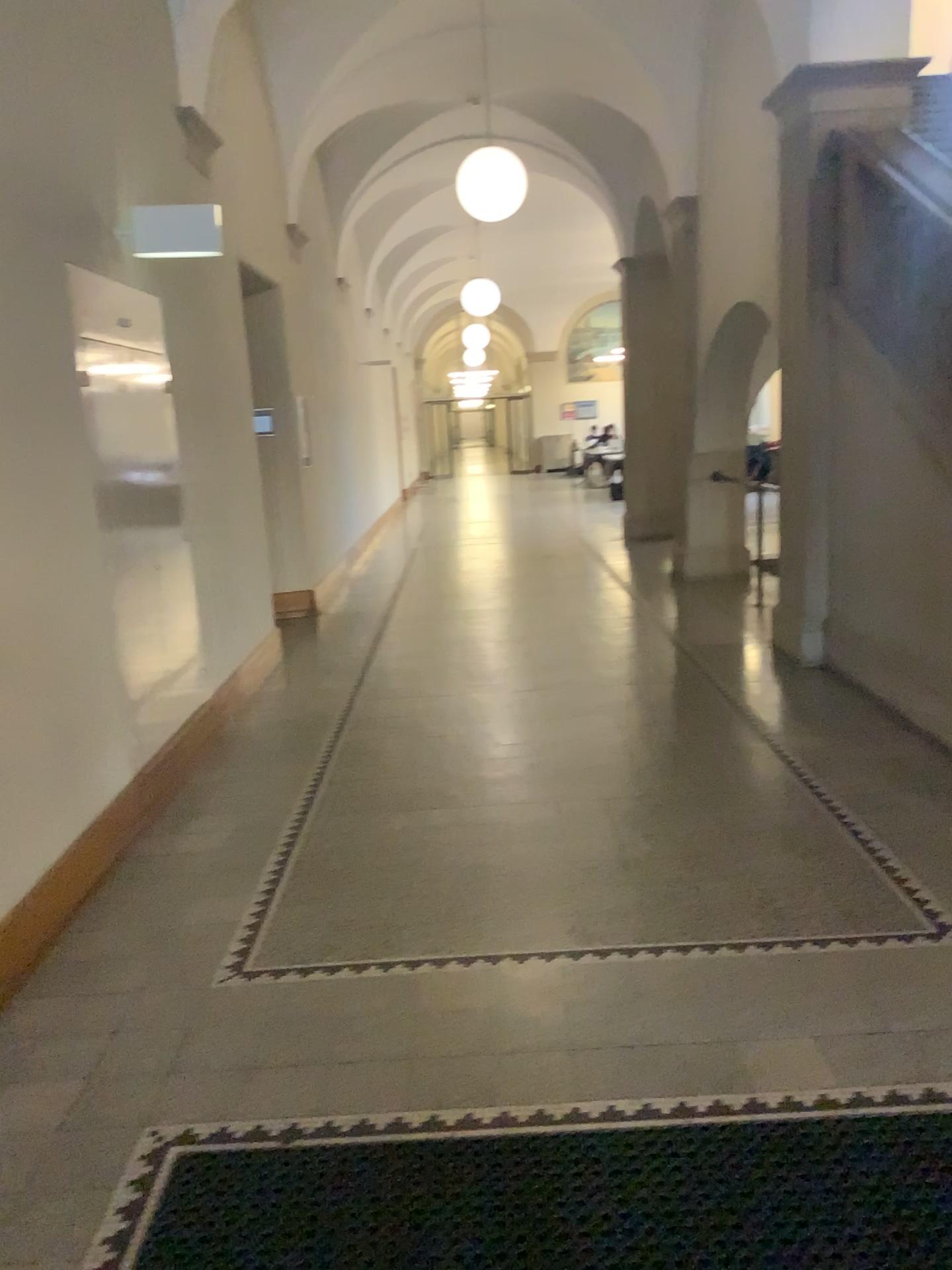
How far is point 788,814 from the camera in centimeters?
399cm
